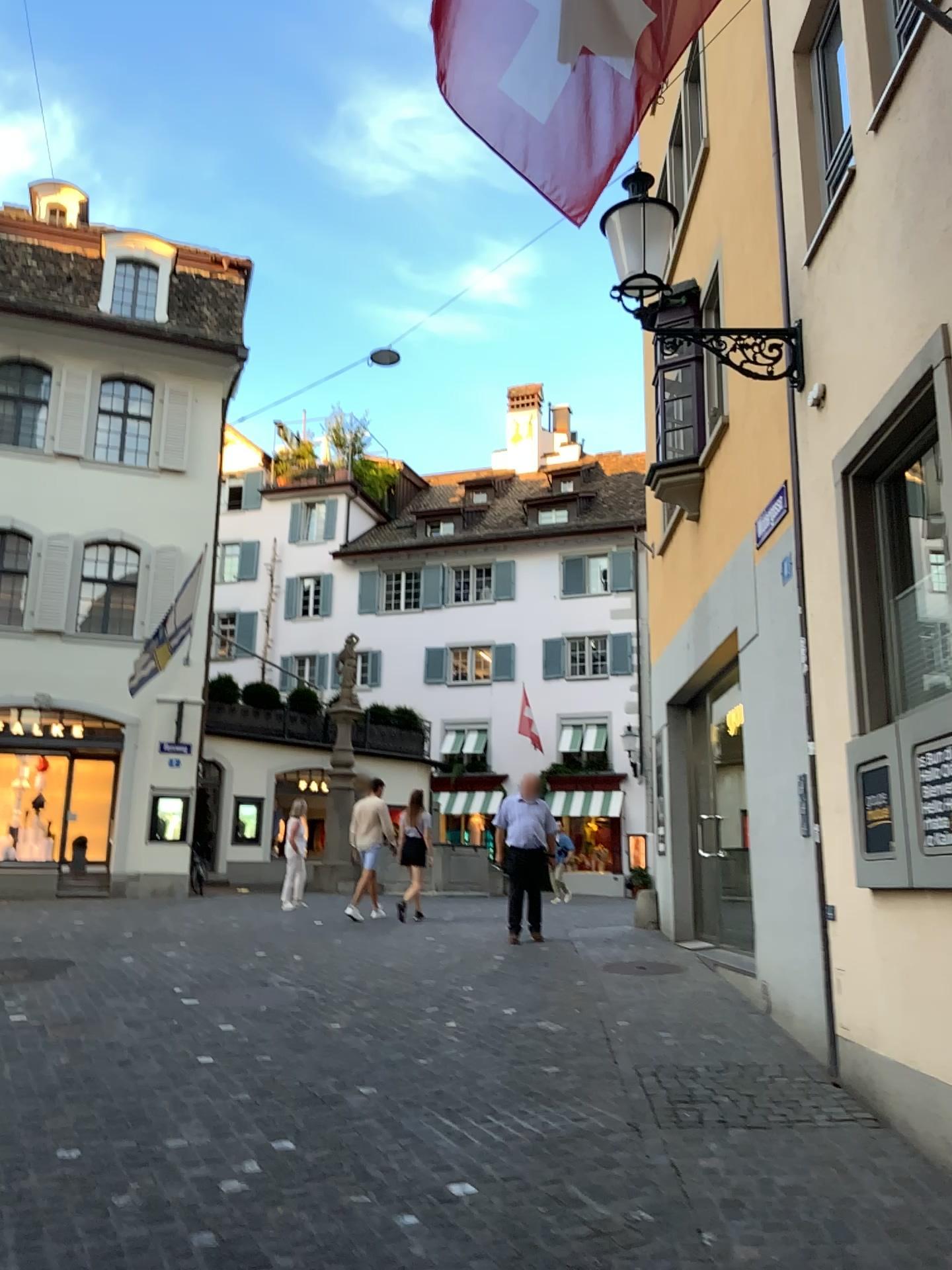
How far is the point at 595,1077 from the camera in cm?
547
